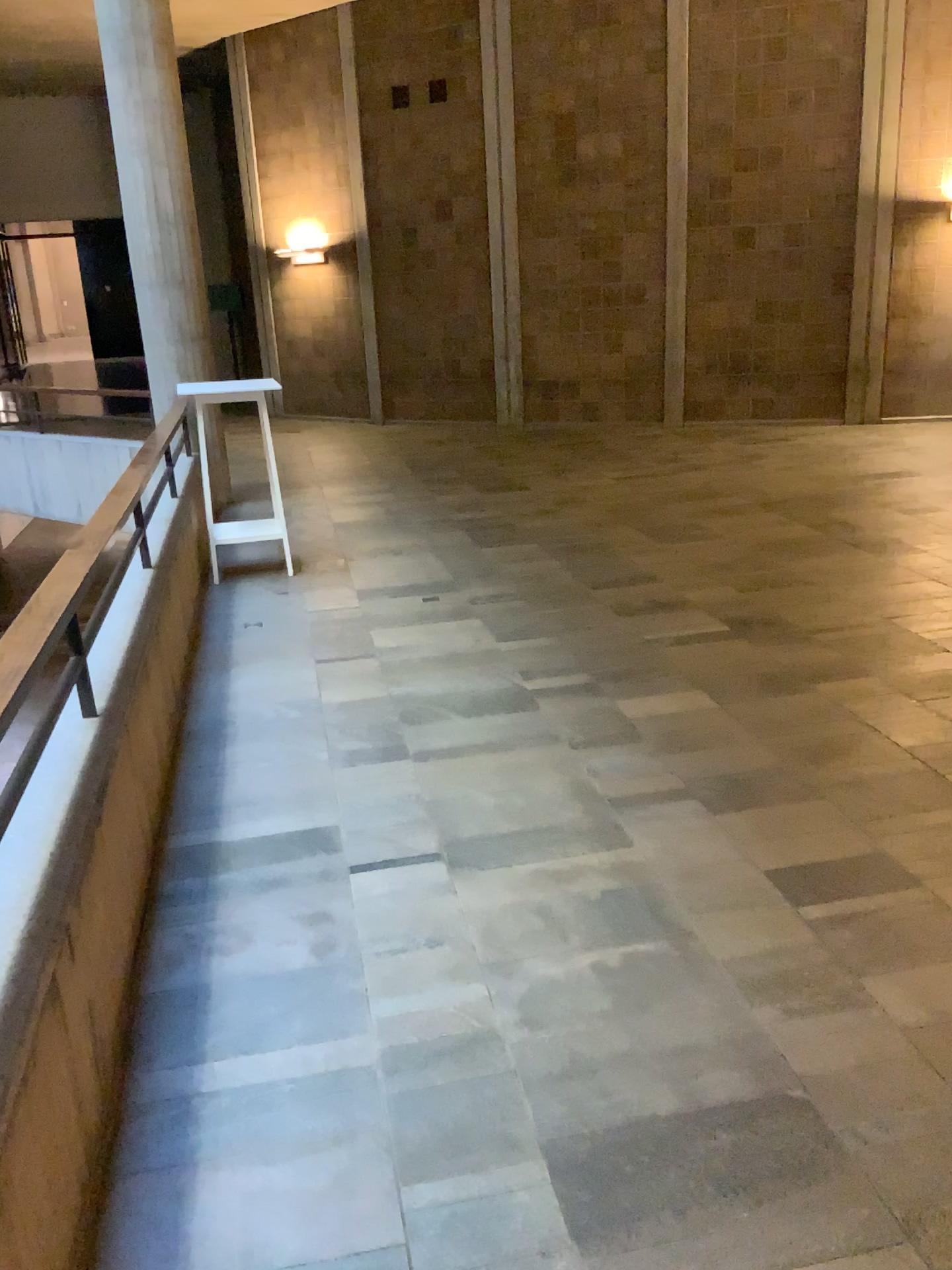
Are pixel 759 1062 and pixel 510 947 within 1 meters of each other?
yes
